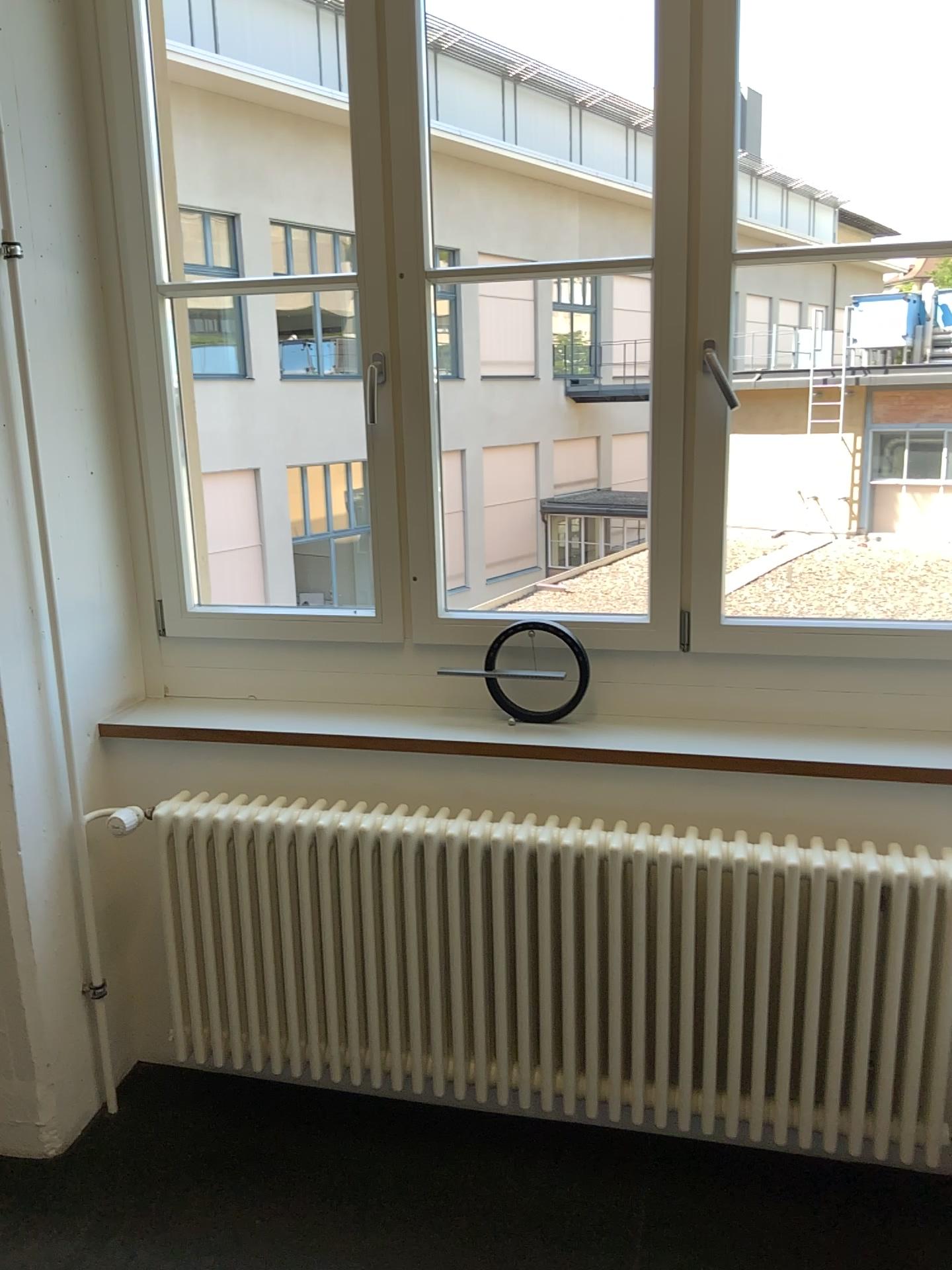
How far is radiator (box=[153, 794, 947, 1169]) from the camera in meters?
1.9 m

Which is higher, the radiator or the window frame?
the window frame

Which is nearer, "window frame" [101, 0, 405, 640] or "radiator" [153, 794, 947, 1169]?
"radiator" [153, 794, 947, 1169]

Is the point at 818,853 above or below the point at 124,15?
below

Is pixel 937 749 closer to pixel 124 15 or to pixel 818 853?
pixel 818 853

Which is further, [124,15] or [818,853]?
[124,15]

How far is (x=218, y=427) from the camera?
5.0 meters
